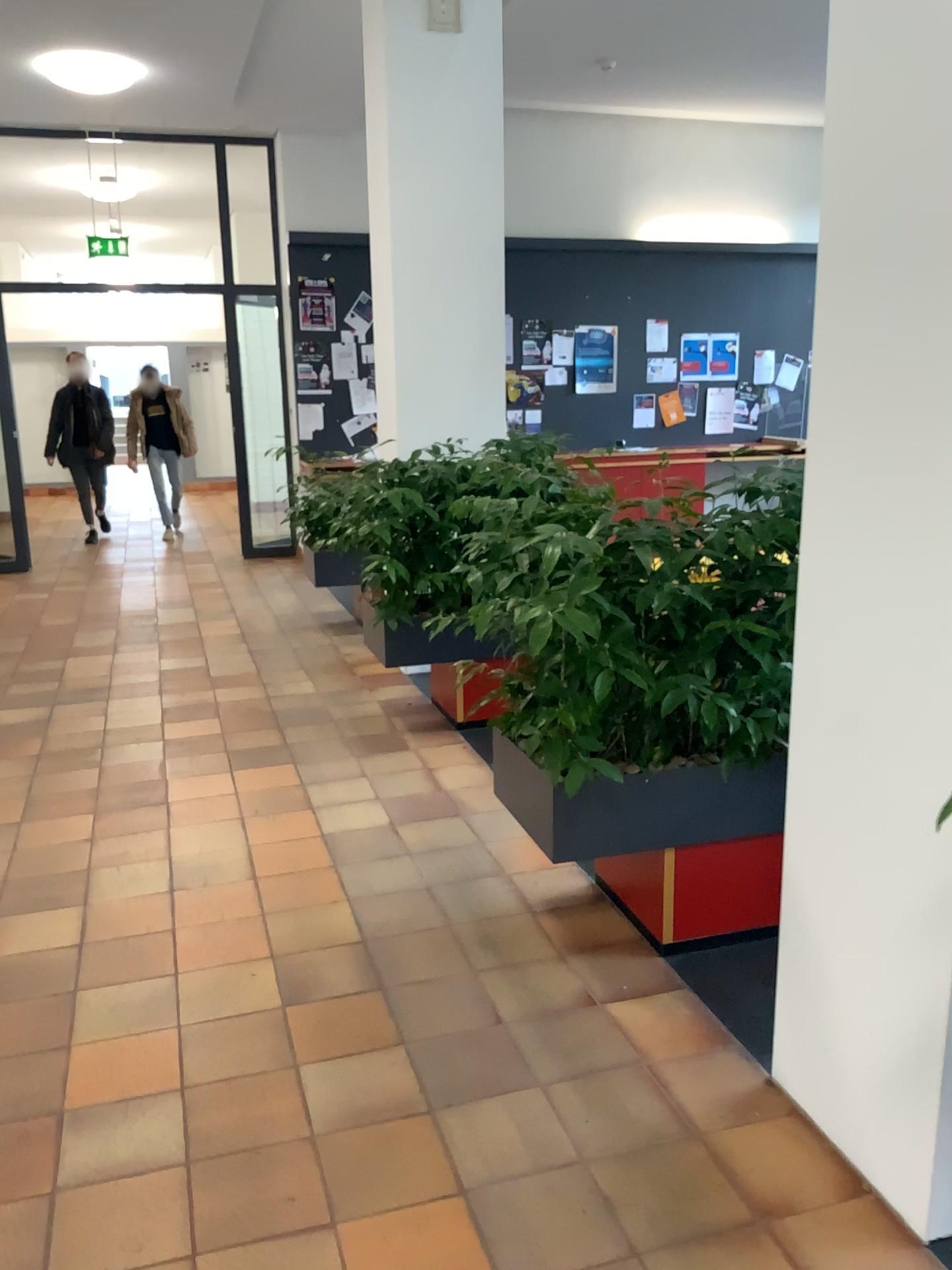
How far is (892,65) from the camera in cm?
172

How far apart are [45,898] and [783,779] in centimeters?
223cm

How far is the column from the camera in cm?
172
